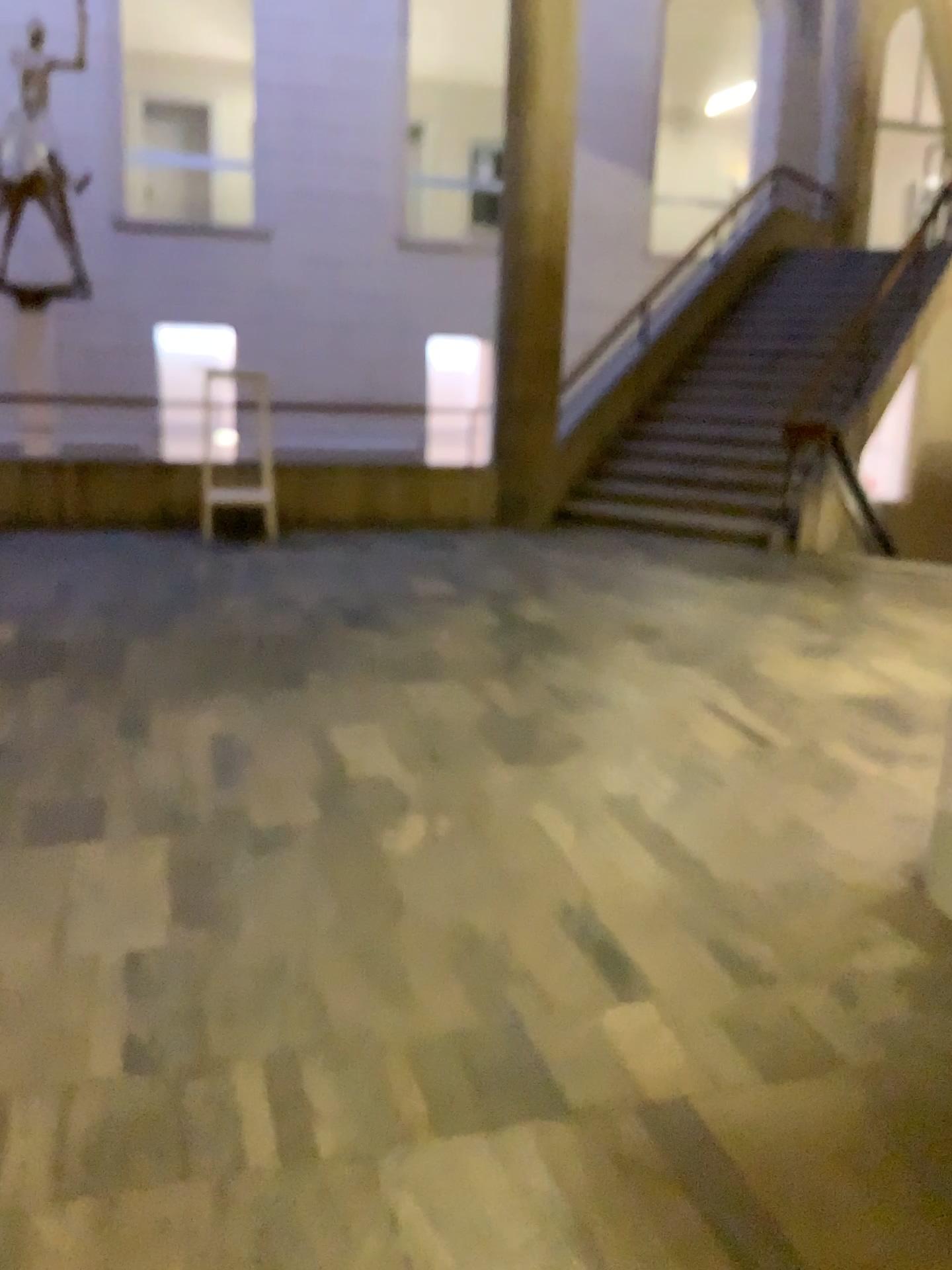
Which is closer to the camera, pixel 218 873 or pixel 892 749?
pixel 218 873
